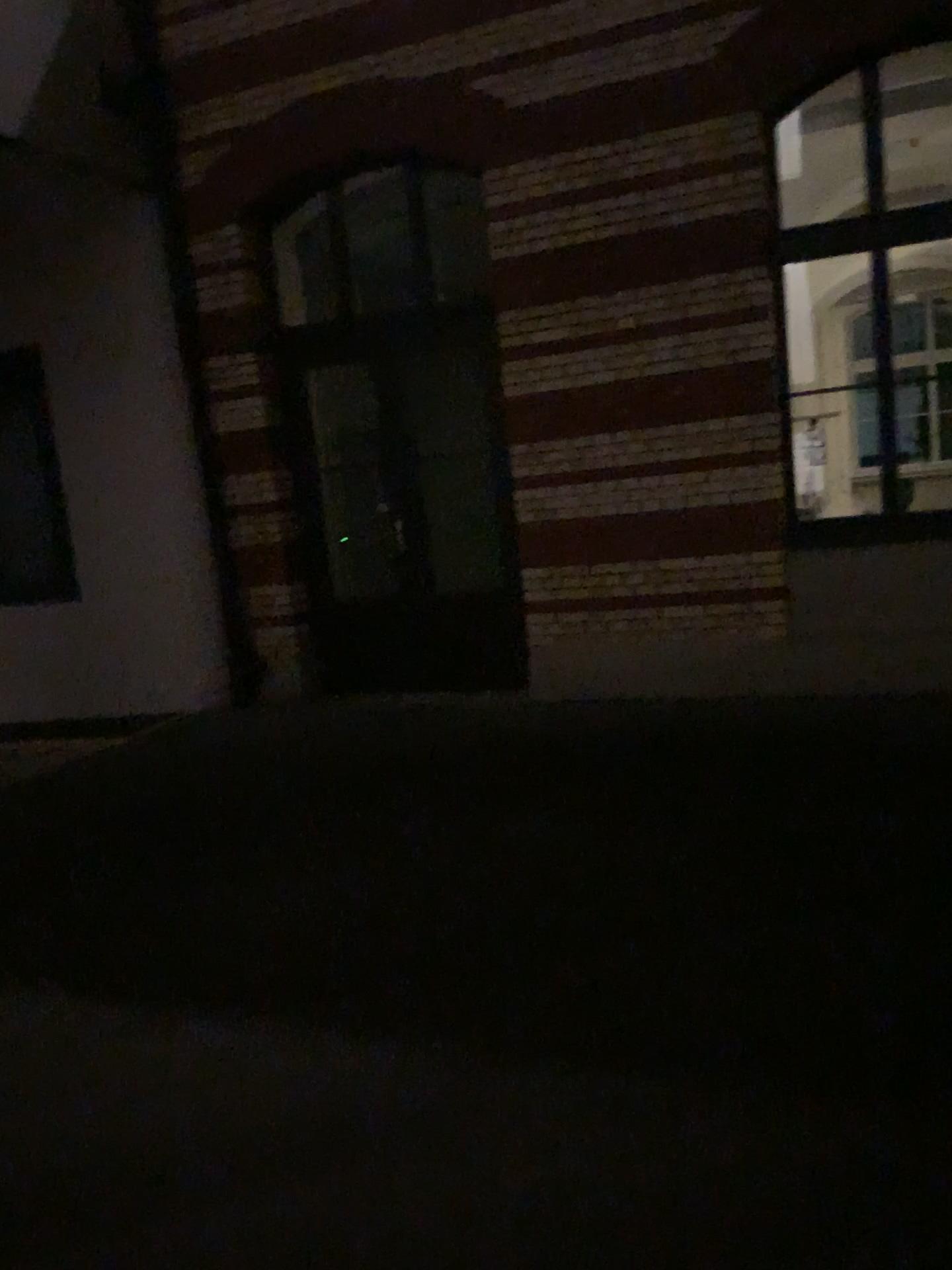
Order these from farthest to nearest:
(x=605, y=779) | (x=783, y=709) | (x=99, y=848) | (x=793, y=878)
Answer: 1. (x=783, y=709)
2. (x=605, y=779)
3. (x=99, y=848)
4. (x=793, y=878)
